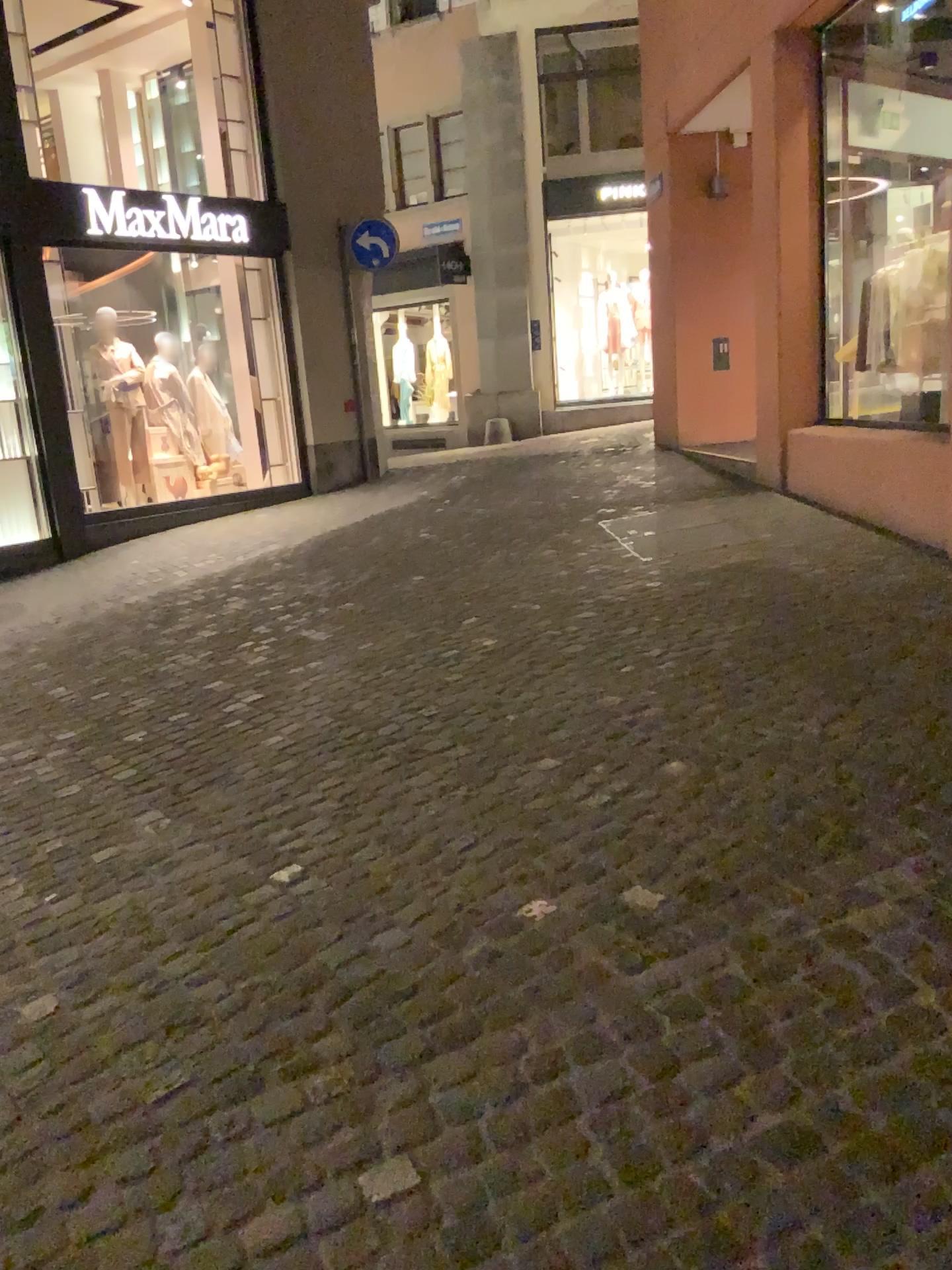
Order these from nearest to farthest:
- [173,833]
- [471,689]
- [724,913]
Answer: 1. [724,913]
2. [173,833]
3. [471,689]
